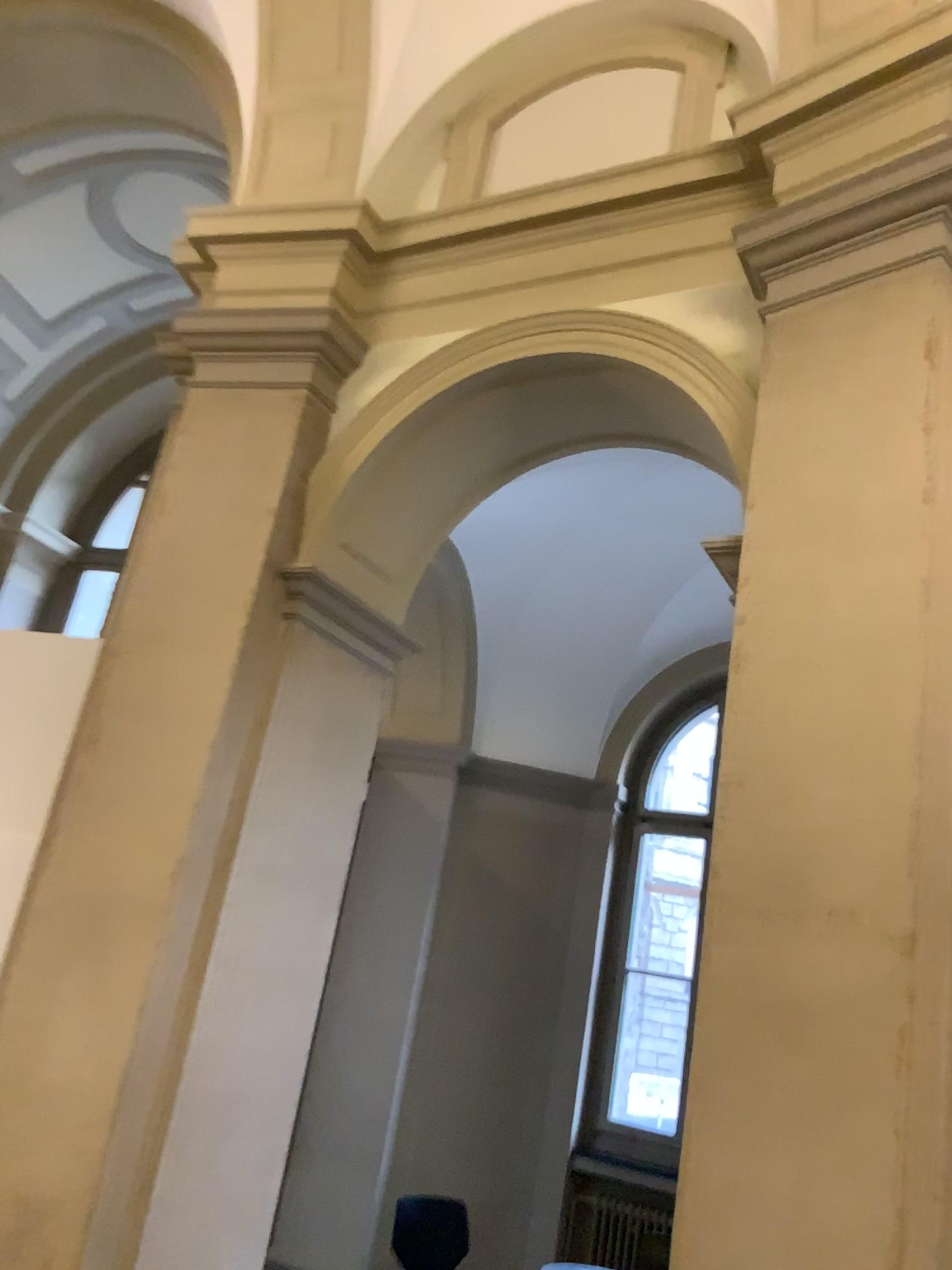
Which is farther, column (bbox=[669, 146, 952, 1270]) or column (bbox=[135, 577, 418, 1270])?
column (bbox=[135, 577, 418, 1270])

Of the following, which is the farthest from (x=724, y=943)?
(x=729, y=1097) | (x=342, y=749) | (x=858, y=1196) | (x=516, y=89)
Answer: (x=516, y=89)

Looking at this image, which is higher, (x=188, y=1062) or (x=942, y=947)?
(x=942, y=947)

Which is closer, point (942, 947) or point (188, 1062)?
point (942, 947)
